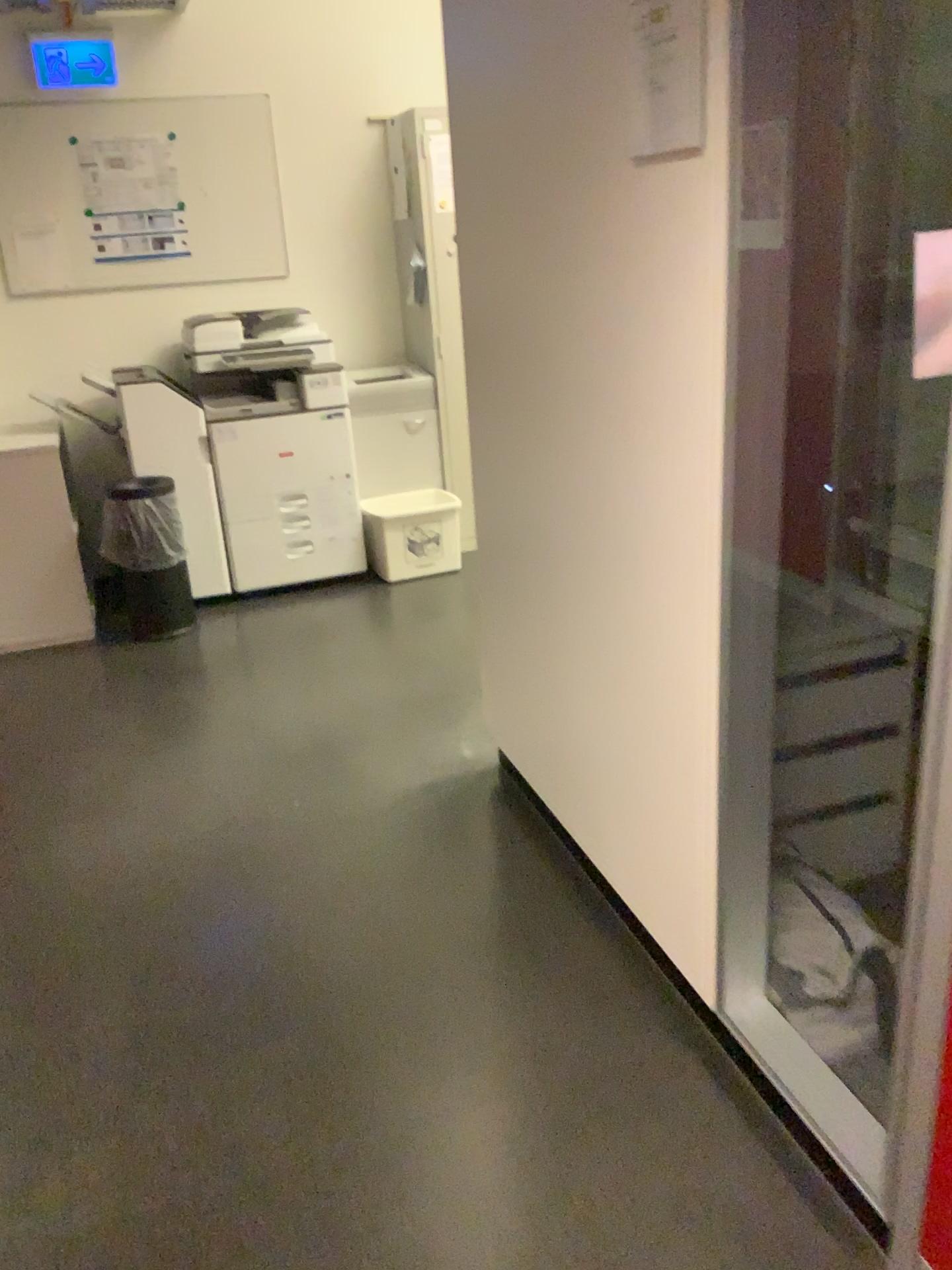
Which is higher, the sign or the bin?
the sign

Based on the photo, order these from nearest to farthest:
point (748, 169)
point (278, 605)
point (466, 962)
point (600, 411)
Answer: point (748, 169), point (600, 411), point (466, 962), point (278, 605)

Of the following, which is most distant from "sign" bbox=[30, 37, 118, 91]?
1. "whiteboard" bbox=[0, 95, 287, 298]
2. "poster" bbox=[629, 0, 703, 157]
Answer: "poster" bbox=[629, 0, 703, 157]

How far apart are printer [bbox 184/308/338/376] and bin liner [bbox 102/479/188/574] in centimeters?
74cm

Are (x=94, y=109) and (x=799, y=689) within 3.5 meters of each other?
no

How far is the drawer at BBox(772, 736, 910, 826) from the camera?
2.2m

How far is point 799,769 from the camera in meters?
2.2

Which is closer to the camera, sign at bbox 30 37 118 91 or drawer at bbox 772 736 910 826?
drawer at bbox 772 736 910 826

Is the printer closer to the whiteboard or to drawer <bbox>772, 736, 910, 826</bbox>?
the whiteboard

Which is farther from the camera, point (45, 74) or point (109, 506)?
point (45, 74)
